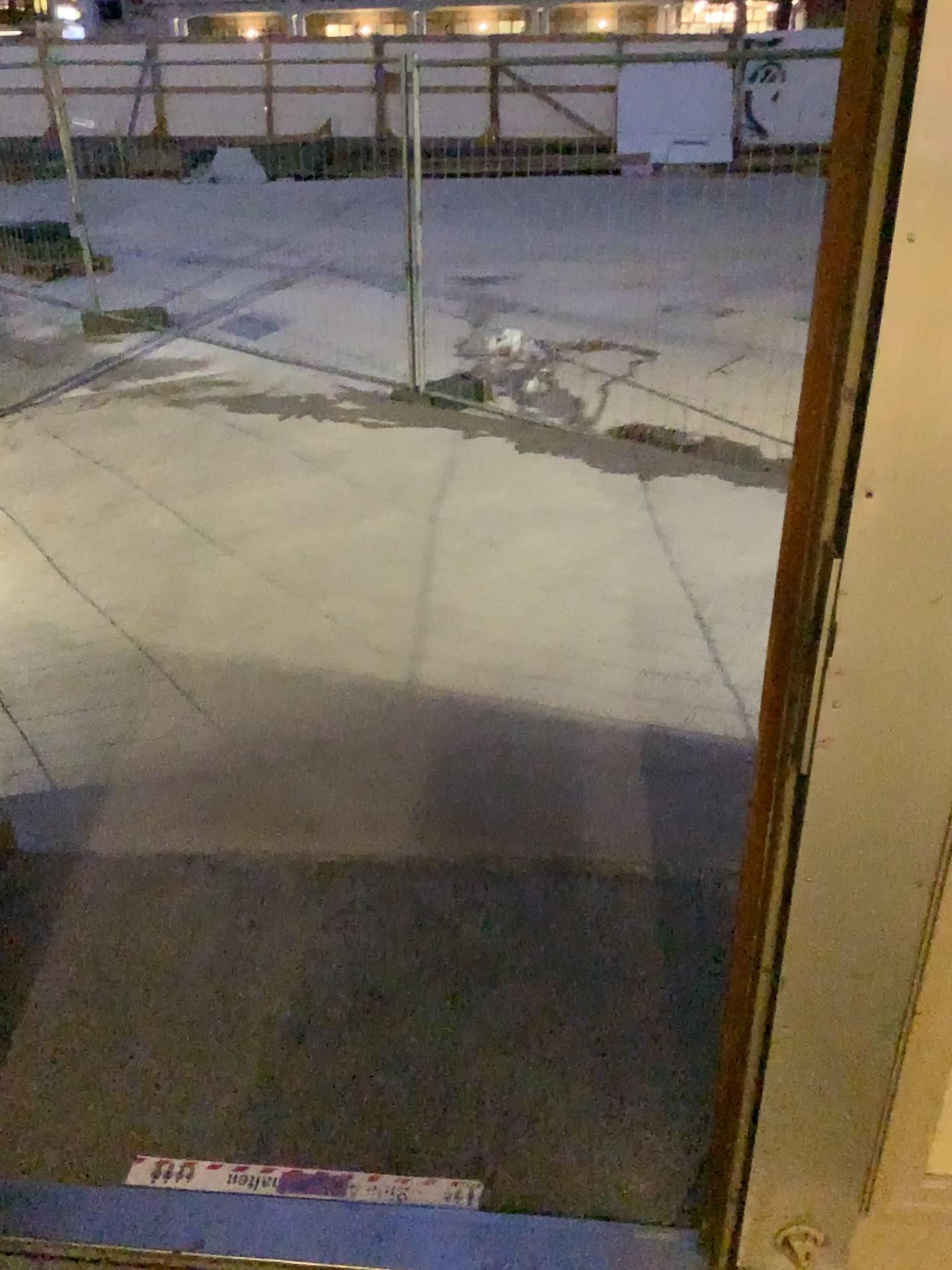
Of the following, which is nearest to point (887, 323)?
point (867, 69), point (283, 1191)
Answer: point (867, 69)

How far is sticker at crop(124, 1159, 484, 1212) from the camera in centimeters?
156cm

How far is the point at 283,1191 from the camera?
1.6 meters

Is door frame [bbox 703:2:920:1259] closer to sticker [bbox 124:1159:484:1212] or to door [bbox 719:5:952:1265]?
door [bbox 719:5:952:1265]

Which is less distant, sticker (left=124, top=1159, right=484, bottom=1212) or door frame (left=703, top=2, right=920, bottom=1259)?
door frame (left=703, top=2, right=920, bottom=1259)

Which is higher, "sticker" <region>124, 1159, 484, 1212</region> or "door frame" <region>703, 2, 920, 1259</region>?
"door frame" <region>703, 2, 920, 1259</region>

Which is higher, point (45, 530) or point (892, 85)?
point (892, 85)

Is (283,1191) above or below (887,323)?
below

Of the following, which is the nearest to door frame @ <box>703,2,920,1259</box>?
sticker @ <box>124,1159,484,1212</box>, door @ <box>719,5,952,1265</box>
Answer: door @ <box>719,5,952,1265</box>
